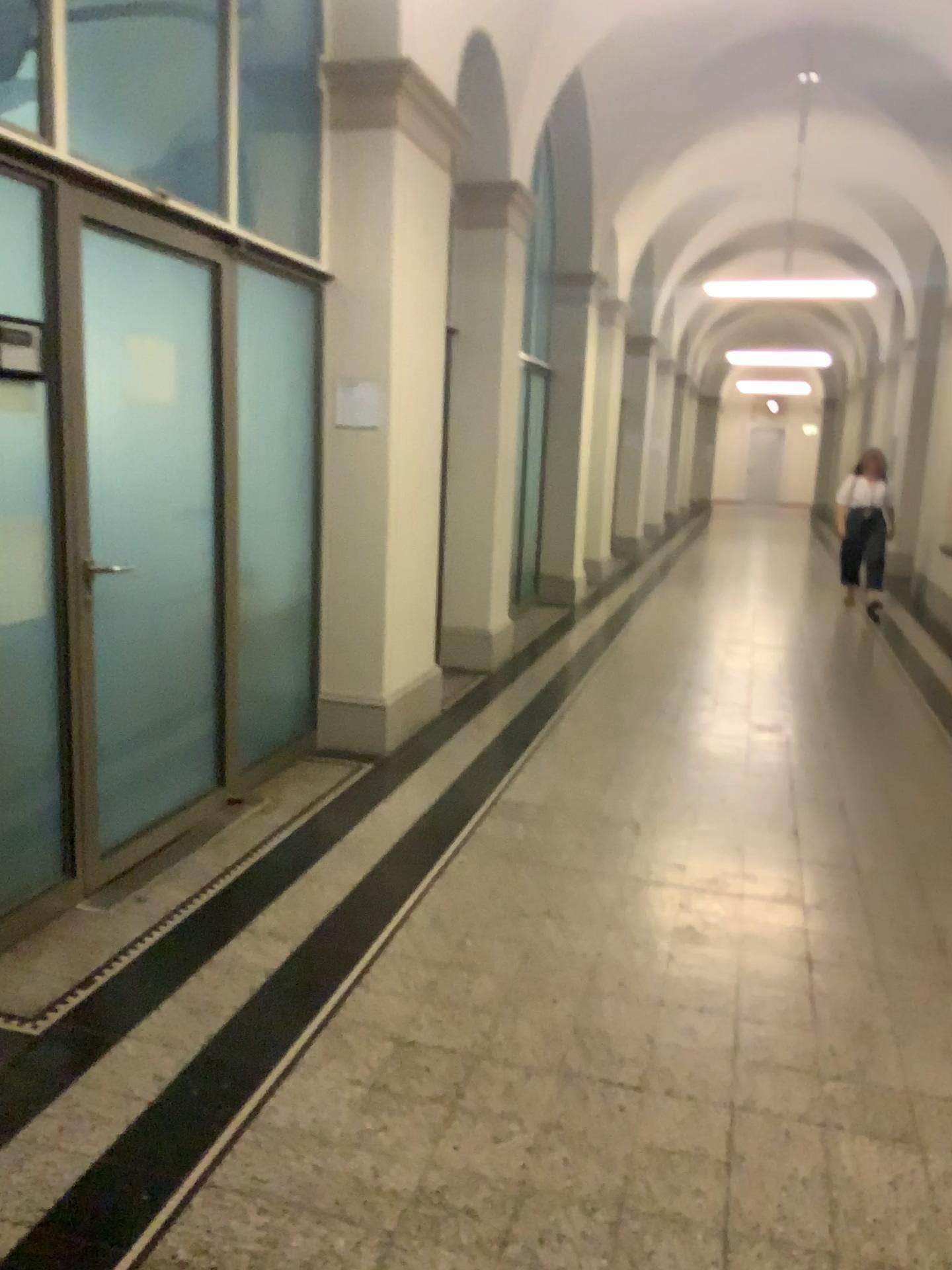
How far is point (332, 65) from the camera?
4.50m

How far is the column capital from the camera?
4.5 meters

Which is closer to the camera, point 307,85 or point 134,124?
point 134,124
